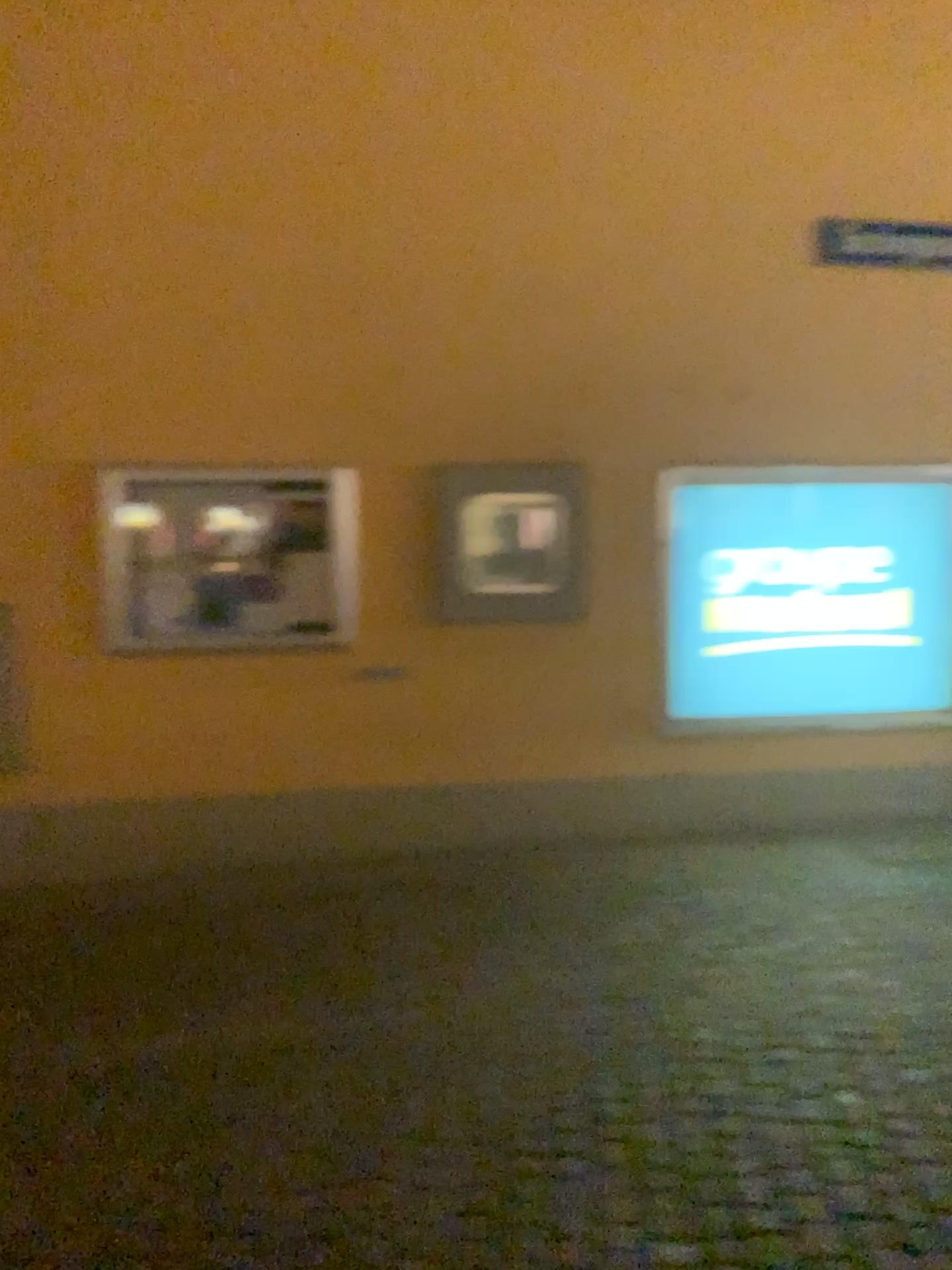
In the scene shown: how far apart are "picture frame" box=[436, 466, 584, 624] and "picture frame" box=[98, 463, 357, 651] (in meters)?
0.42

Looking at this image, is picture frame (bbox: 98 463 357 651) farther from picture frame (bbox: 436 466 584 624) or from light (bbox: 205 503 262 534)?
picture frame (bbox: 436 466 584 624)

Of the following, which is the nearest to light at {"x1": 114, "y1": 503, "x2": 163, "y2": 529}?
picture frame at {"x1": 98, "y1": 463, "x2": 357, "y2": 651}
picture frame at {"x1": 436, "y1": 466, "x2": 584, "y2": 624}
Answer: picture frame at {"x1": 98, "y1": 463, "x2": 357, "y2": 651}

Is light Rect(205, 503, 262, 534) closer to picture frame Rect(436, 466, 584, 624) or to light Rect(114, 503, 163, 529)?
light Rect(114, 503, 163, 529)

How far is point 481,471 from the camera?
4.8 meters

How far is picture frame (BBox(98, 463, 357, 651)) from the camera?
4.6 meters

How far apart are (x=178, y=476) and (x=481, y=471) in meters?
1.3 m

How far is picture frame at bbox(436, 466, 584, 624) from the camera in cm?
482

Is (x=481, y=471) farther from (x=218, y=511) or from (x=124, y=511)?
(x=124, y=511)

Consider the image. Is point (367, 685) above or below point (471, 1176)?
above
